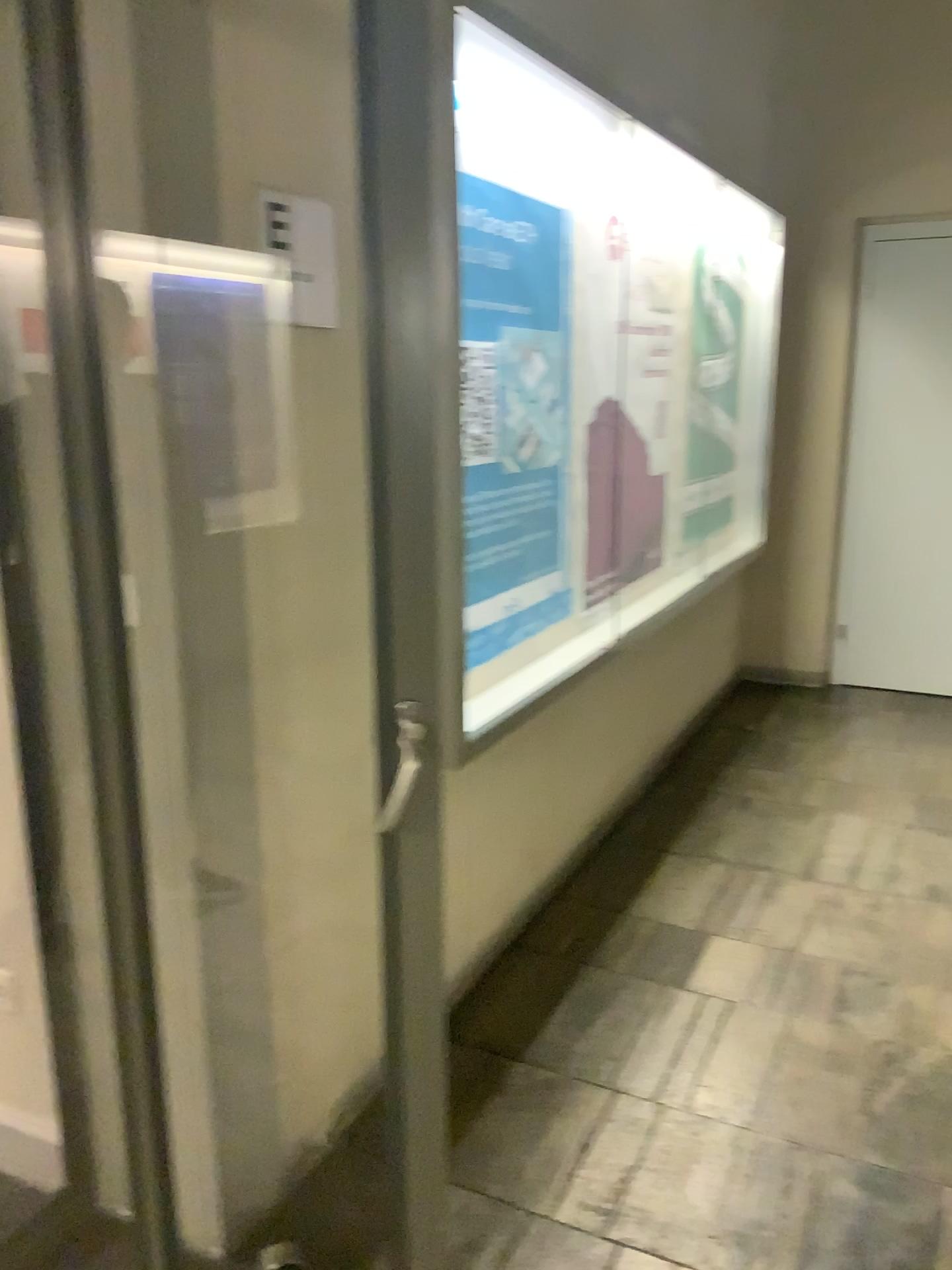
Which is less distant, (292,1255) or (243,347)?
(243,347)

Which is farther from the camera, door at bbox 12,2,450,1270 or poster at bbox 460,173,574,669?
poster at bbox 460,173,574,669

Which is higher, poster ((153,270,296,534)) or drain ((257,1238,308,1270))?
poster ((153,270,296,534))

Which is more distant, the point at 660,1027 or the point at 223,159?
the point at 660,1027

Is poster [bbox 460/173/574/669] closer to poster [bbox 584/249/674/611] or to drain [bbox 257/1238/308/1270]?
poster [bbox 584/249/674/611]

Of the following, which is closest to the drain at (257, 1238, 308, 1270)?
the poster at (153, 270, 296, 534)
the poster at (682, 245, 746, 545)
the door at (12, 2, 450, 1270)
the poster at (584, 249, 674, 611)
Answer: the door at (12, 2, 450, 1270)

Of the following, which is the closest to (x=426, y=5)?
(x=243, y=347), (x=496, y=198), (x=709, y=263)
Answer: (x=243, y=347)

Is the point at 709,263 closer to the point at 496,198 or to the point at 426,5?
the point at 496,198

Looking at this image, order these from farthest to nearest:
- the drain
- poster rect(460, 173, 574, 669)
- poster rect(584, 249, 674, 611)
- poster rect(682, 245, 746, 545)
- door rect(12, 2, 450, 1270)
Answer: poster rect(682, 245, 746, 545) → poster rect(584, 249, 674, 611) → poster rect(460, 173, 574, 669) → the drain → door rect(12, 2, 450, 1270)

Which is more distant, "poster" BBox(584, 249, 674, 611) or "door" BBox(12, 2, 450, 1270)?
"poster" BBox(584, 249, 674, 611)
